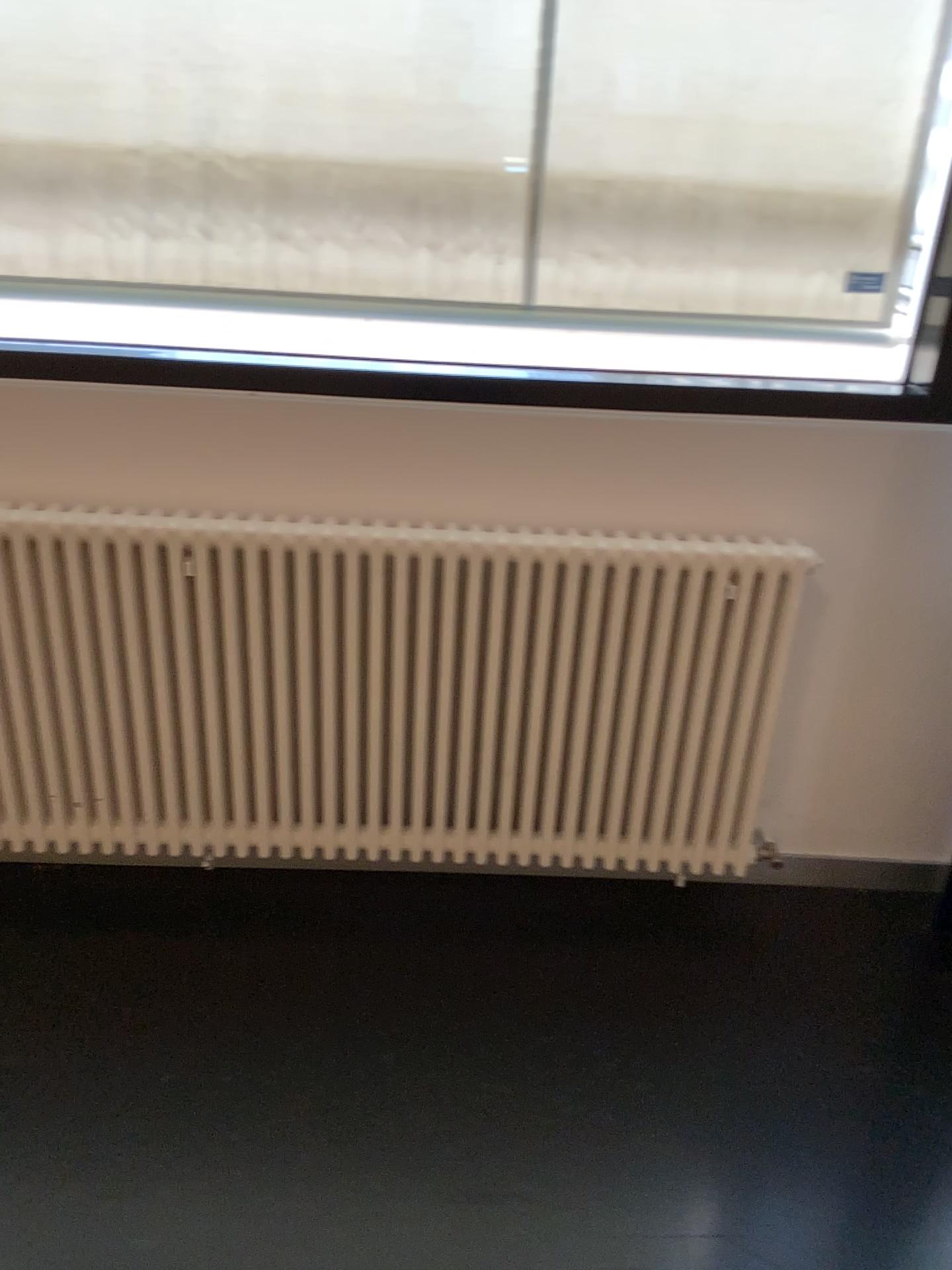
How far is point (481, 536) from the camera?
2.0m

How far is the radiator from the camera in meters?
2.0

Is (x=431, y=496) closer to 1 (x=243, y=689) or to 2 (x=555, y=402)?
2 (x=555, y=402)
